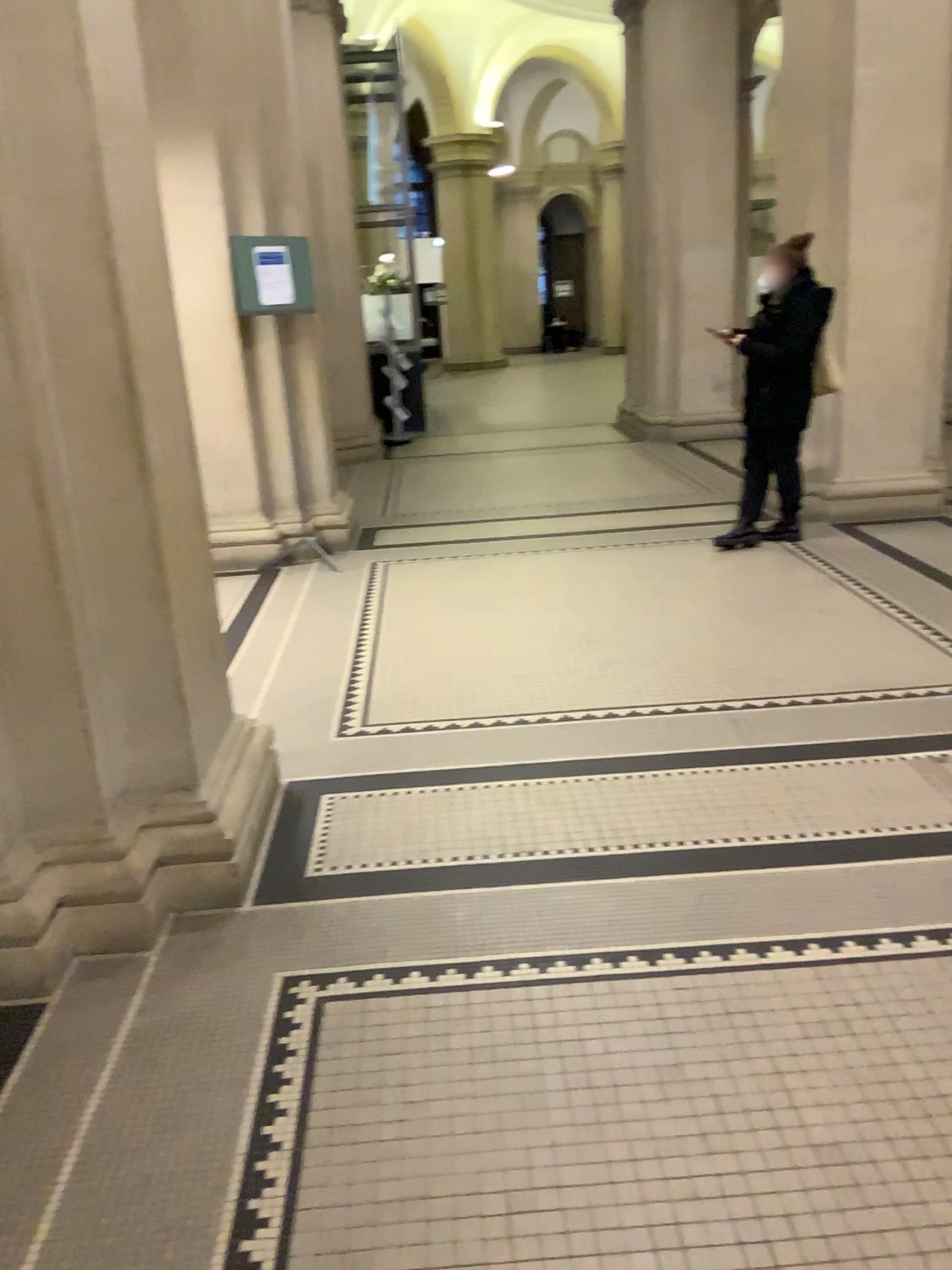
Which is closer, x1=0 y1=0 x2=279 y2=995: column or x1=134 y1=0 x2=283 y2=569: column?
x1=0 y1=0 x2=279 y2=995: column

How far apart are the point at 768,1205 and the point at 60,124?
2.42m

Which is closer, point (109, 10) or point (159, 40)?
point (109, 10)
